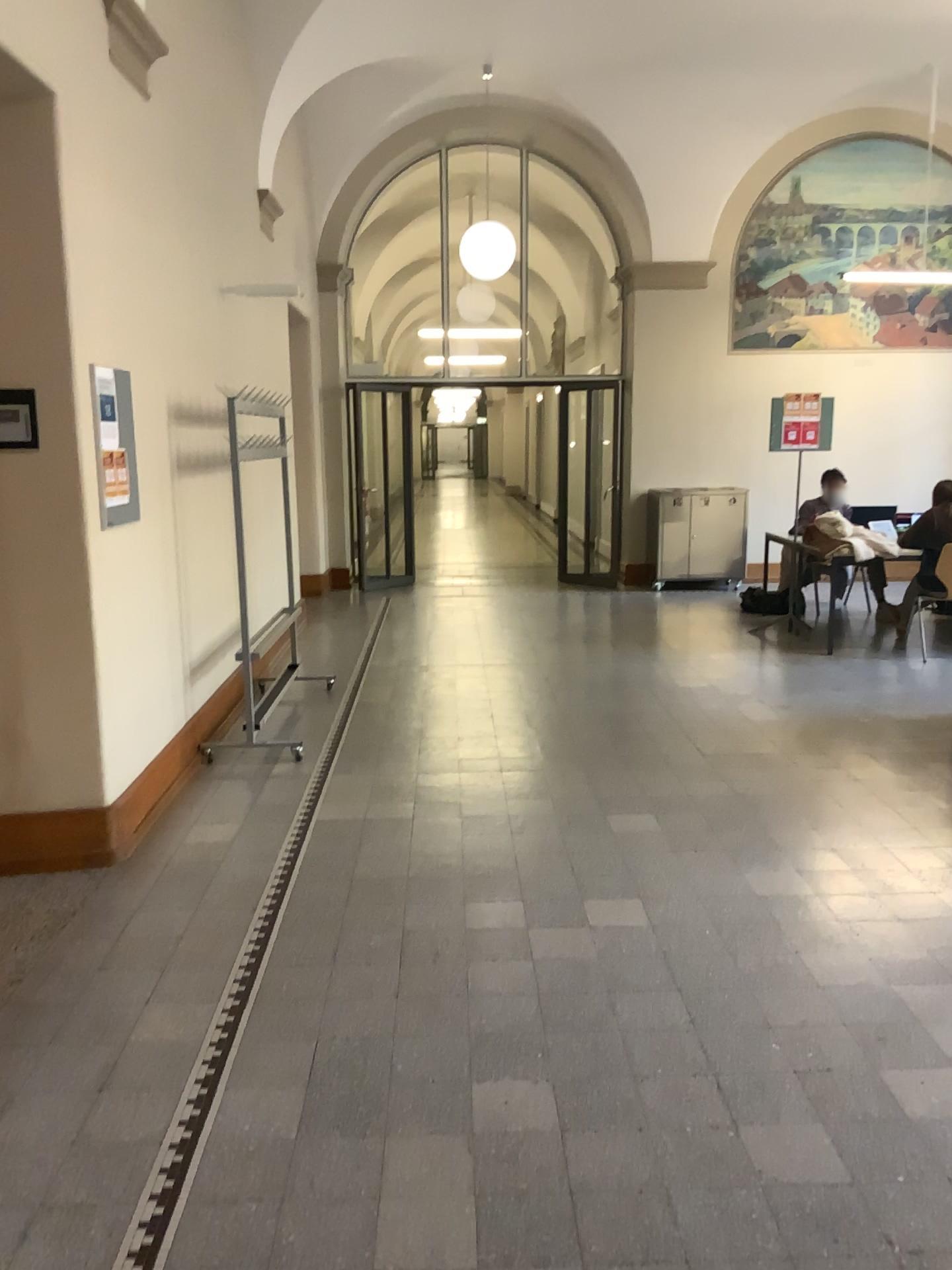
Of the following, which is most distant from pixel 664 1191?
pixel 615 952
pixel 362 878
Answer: pixel 362 878
